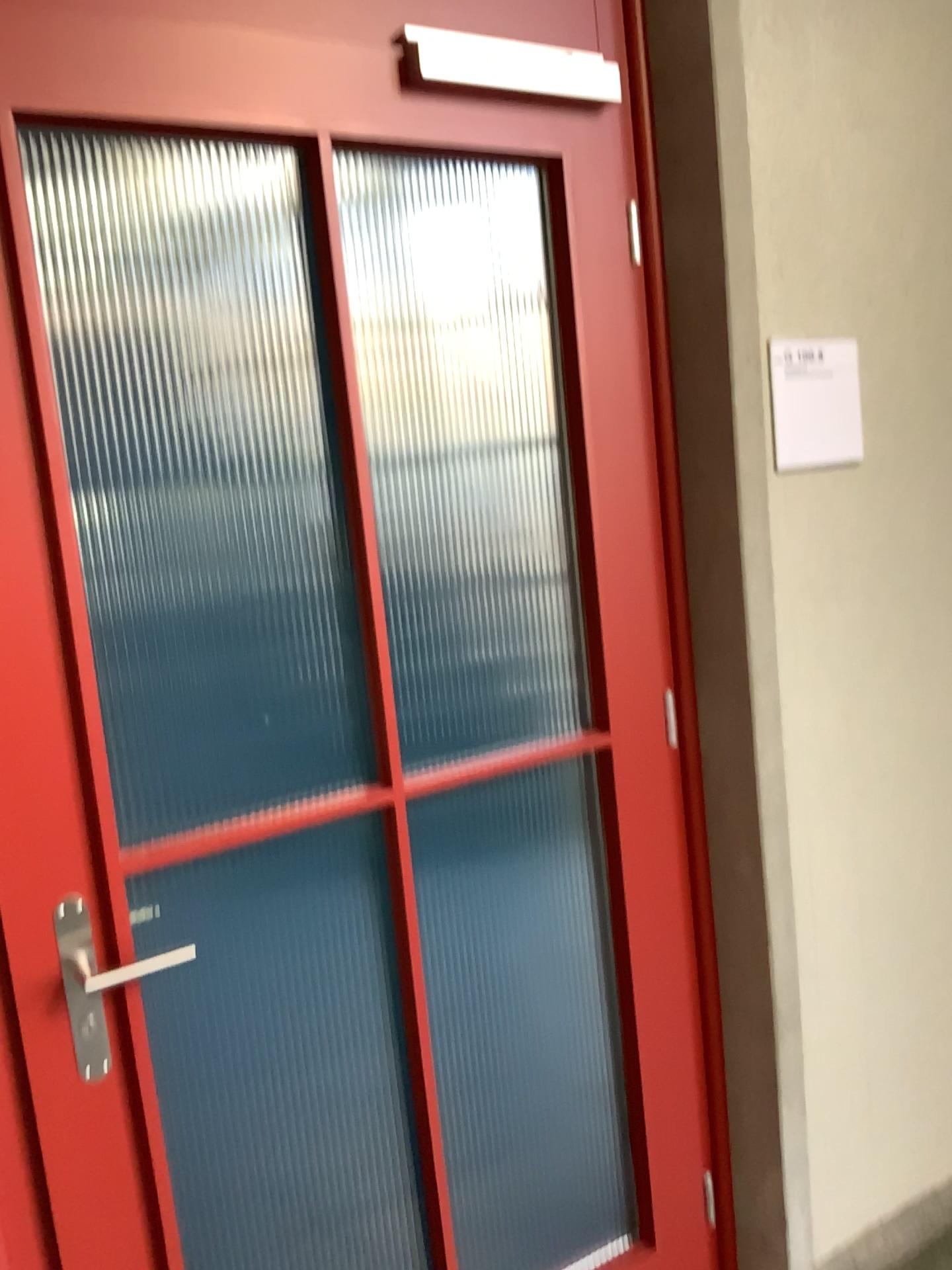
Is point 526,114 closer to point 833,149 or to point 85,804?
point 833,149

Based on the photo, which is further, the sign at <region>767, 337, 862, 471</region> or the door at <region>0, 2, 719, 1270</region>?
the sign at <region>767, 337, 862, 471</region>

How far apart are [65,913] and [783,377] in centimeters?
136cm

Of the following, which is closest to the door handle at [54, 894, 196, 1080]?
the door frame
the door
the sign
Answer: the door

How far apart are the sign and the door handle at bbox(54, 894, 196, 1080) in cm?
119

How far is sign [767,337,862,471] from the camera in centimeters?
179cm

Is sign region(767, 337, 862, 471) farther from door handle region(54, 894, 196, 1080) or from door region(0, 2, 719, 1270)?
door handle region(54, 894, 196, 1080)

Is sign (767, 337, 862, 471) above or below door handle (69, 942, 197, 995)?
above

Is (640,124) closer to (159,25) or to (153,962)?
(159,25)

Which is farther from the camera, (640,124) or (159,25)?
(640,124)
